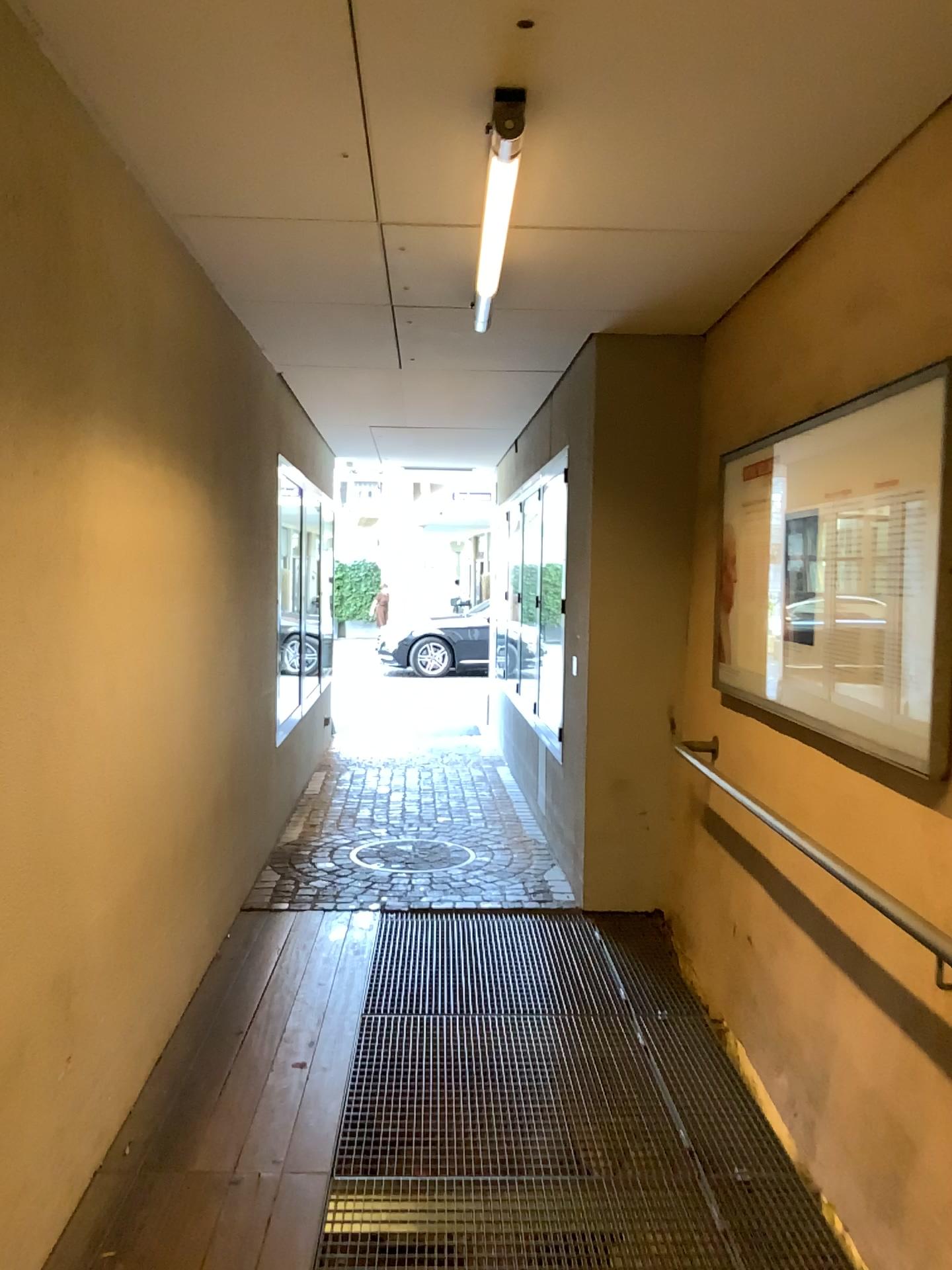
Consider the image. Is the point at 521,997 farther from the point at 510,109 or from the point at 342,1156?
the point at 510,109

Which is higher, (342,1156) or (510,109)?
(510,109)

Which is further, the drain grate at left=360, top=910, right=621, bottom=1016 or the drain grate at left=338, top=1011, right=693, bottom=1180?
the drain grate at left=360, top=910, right=621, bottom=1016

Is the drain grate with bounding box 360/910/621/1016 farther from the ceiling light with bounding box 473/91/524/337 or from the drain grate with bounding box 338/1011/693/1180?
the ceiling light with bounding box 473/91/524/337

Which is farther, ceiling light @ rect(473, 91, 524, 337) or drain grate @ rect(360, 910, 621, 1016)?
drain grate @ rect(360, 910, 621, 1016)

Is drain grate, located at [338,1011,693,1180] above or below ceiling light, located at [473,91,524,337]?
below

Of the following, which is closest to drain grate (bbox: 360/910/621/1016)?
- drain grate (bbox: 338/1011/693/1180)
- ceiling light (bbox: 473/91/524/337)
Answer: drain grate (bbox: 338/1011/693/1180)

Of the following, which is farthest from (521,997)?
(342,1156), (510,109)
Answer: (510,109)

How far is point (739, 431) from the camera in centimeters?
398cm
